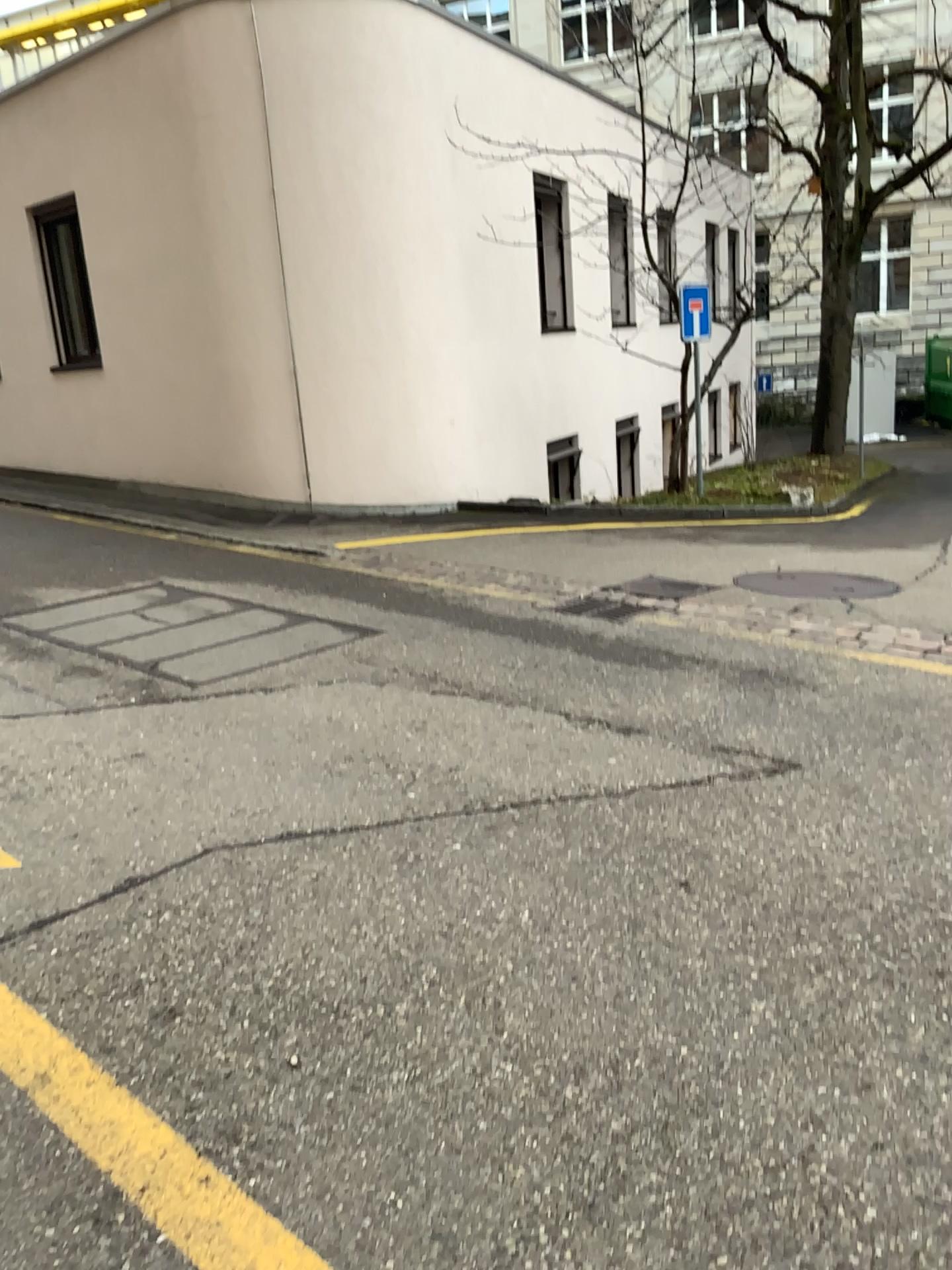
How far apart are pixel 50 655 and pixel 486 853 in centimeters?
309cm
